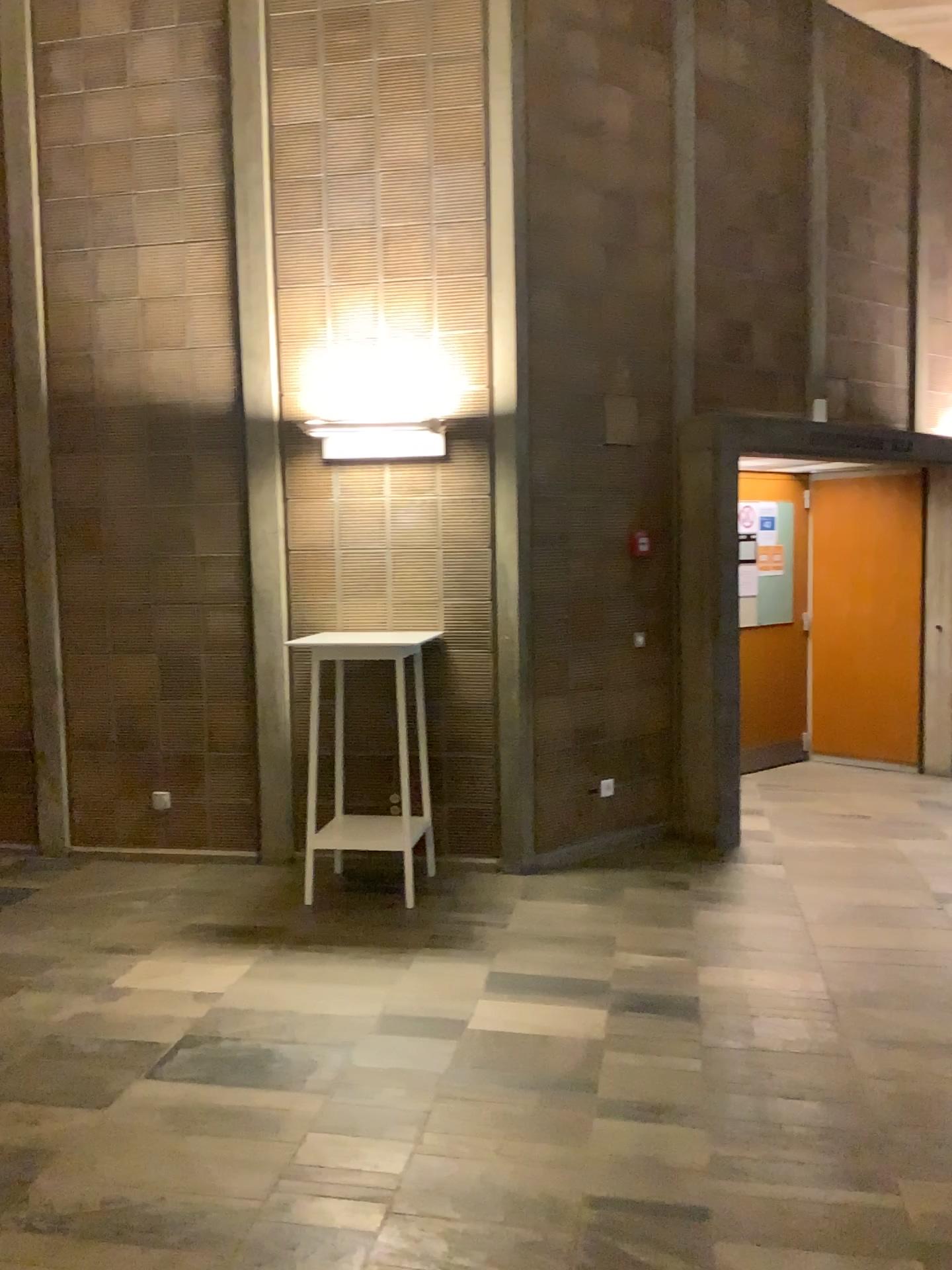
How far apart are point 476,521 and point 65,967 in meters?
2.6 m
